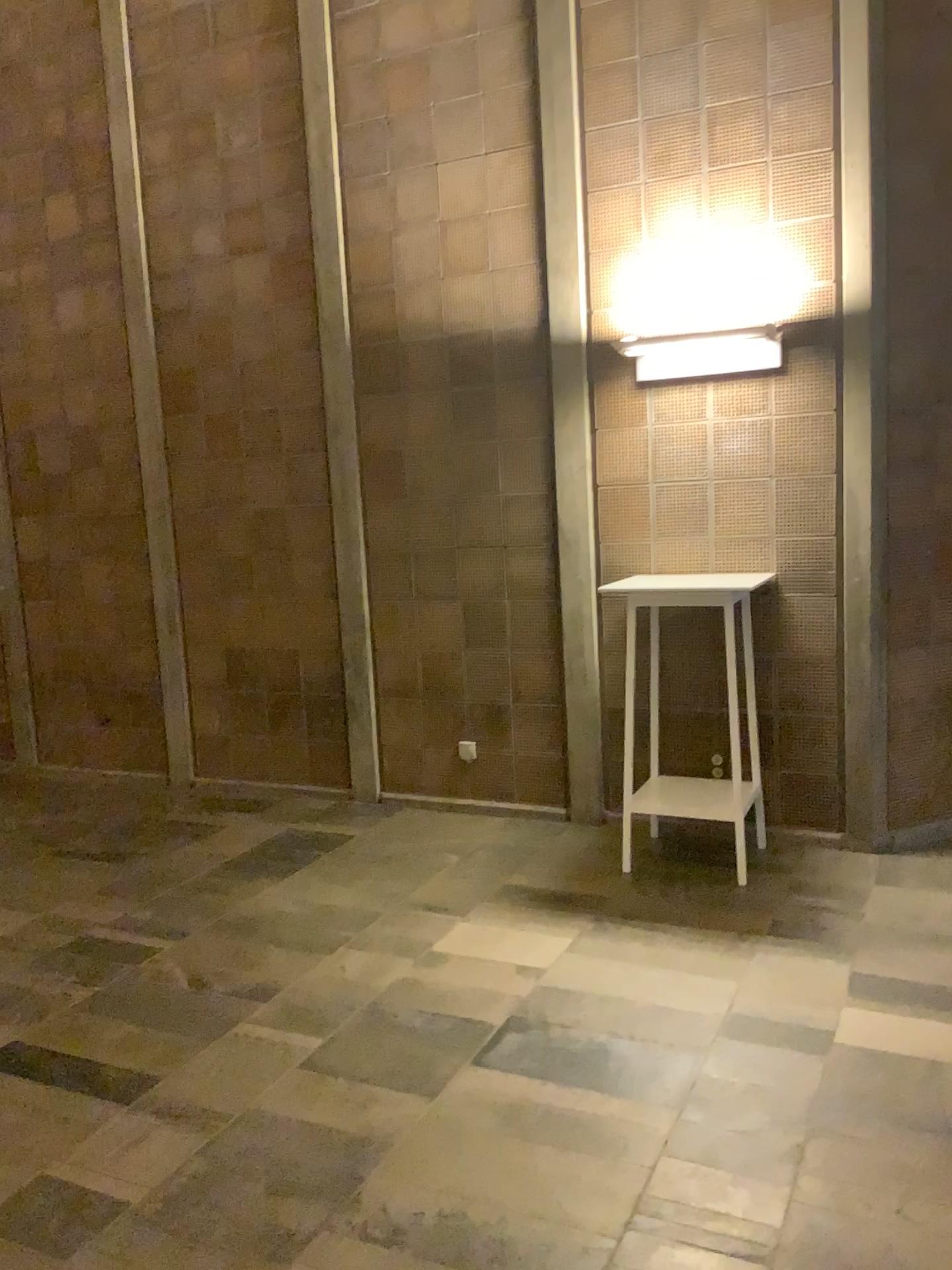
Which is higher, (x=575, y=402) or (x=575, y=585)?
(x=575, y=402)

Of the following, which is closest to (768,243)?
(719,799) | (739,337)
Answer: (739,337)

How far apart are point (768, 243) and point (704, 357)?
0.6m

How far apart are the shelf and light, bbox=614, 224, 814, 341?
1.9m

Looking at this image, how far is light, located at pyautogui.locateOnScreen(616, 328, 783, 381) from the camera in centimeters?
418cm

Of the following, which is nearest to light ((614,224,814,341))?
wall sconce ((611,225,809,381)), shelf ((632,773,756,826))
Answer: wall sconce ((611,225,809,381))

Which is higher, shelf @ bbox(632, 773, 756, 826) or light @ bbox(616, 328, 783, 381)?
light @ bbox(616, 328, 783, 381)

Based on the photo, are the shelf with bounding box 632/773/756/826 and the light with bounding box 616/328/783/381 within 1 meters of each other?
no

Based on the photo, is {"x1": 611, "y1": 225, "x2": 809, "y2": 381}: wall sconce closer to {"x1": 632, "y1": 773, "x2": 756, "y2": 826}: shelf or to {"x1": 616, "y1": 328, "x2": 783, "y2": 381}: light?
{"x1": 616, "y1": 328, "x2": 783, "y2": 381}: light

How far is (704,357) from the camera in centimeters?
423cm
